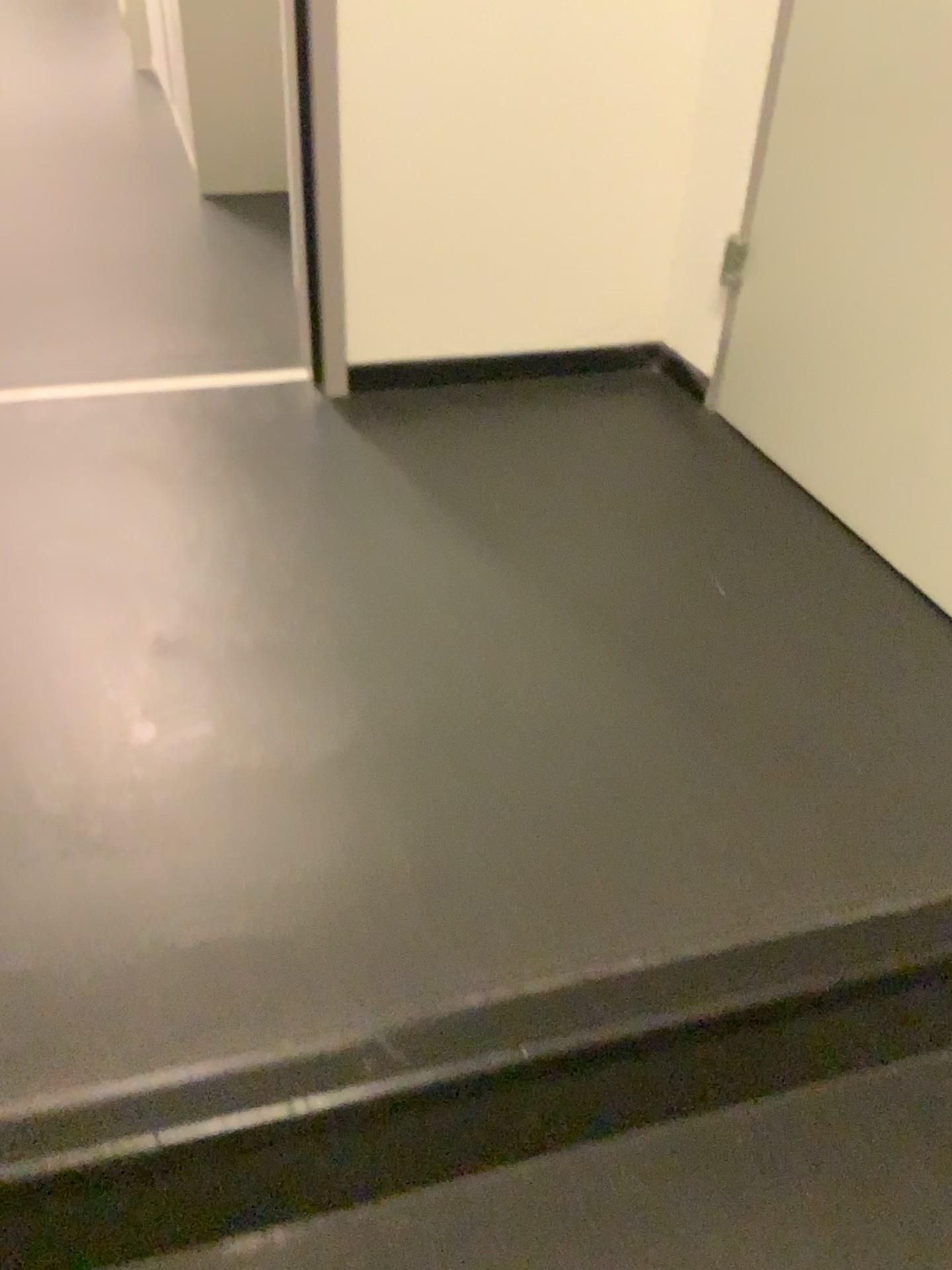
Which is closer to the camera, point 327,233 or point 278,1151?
point 278,1151

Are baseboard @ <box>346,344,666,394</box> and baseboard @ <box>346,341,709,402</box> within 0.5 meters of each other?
yes

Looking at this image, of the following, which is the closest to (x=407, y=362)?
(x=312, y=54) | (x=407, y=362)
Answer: (x=407, y=362)

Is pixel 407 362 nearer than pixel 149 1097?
No

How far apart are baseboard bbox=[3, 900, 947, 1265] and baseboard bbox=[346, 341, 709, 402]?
1.1 meters

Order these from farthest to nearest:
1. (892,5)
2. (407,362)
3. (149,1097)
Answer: (407,362)
(892,5)
(149,1097)

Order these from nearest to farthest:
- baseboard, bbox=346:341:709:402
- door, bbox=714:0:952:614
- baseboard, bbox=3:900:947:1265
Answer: baseboard, bbox=3:900:947:1265 → door, bbox=714:0:952:614 → baseboard, bbox=346:341:709:402

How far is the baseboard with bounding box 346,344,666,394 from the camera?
1.8 meters

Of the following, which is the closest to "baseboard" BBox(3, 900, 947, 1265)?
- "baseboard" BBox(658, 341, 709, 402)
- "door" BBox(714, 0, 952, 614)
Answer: "door" BBox(714, 0, 952, 614)

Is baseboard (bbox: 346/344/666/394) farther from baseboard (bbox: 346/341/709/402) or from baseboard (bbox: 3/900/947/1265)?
baseboard (bbox: 3/900/947/1265)
